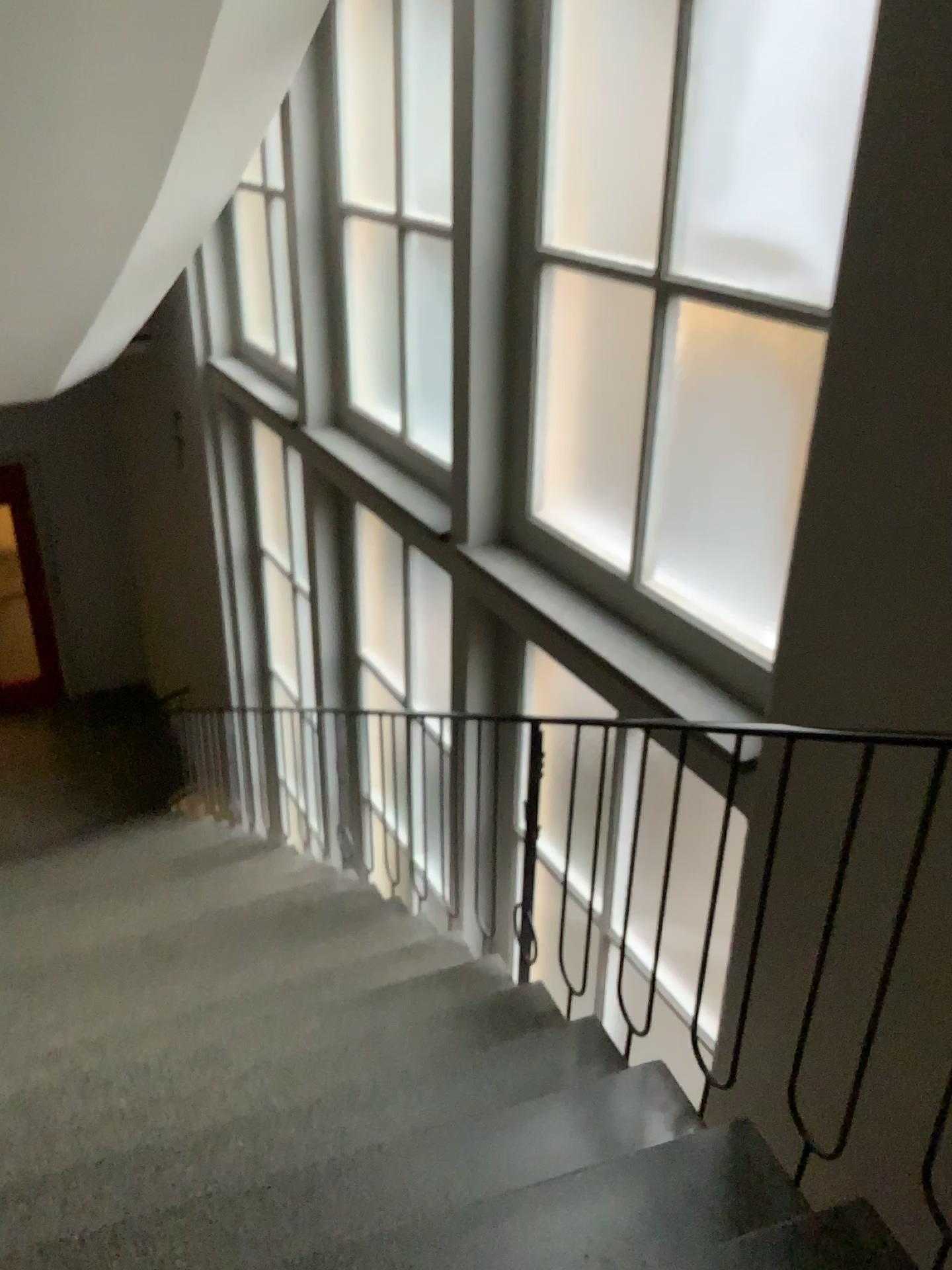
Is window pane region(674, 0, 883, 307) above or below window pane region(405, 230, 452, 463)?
above

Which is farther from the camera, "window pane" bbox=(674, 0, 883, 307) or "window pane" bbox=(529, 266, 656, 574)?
"window pane" bbox=(529, 266, 656, 574)

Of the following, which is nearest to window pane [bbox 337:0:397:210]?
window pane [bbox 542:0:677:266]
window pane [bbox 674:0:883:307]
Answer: window pane [bbox 542:0:677:266]

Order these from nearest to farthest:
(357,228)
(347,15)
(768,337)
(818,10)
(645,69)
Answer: (818,10) → (768,337) → (645,69) → (347,15) → (357,228)

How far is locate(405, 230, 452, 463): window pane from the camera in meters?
4.5

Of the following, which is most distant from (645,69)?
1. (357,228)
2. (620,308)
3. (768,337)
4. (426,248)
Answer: (357,228)

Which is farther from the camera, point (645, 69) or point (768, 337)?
point (645, 69)

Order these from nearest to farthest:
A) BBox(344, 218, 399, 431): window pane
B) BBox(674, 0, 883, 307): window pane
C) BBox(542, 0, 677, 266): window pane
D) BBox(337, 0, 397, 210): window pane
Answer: BBox(674, 0, 883, 307): window pane, BBox(542, 0, 677, 266): window pane, BBox(337, 0, 397, 210): window pane, BBox(344, 218, 399, 431): window pane

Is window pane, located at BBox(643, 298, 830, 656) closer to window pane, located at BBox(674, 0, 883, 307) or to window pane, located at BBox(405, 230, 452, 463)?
window pane, located at BBox(674, 0, 883, 307)

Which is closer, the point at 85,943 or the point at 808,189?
the point at 808,189
